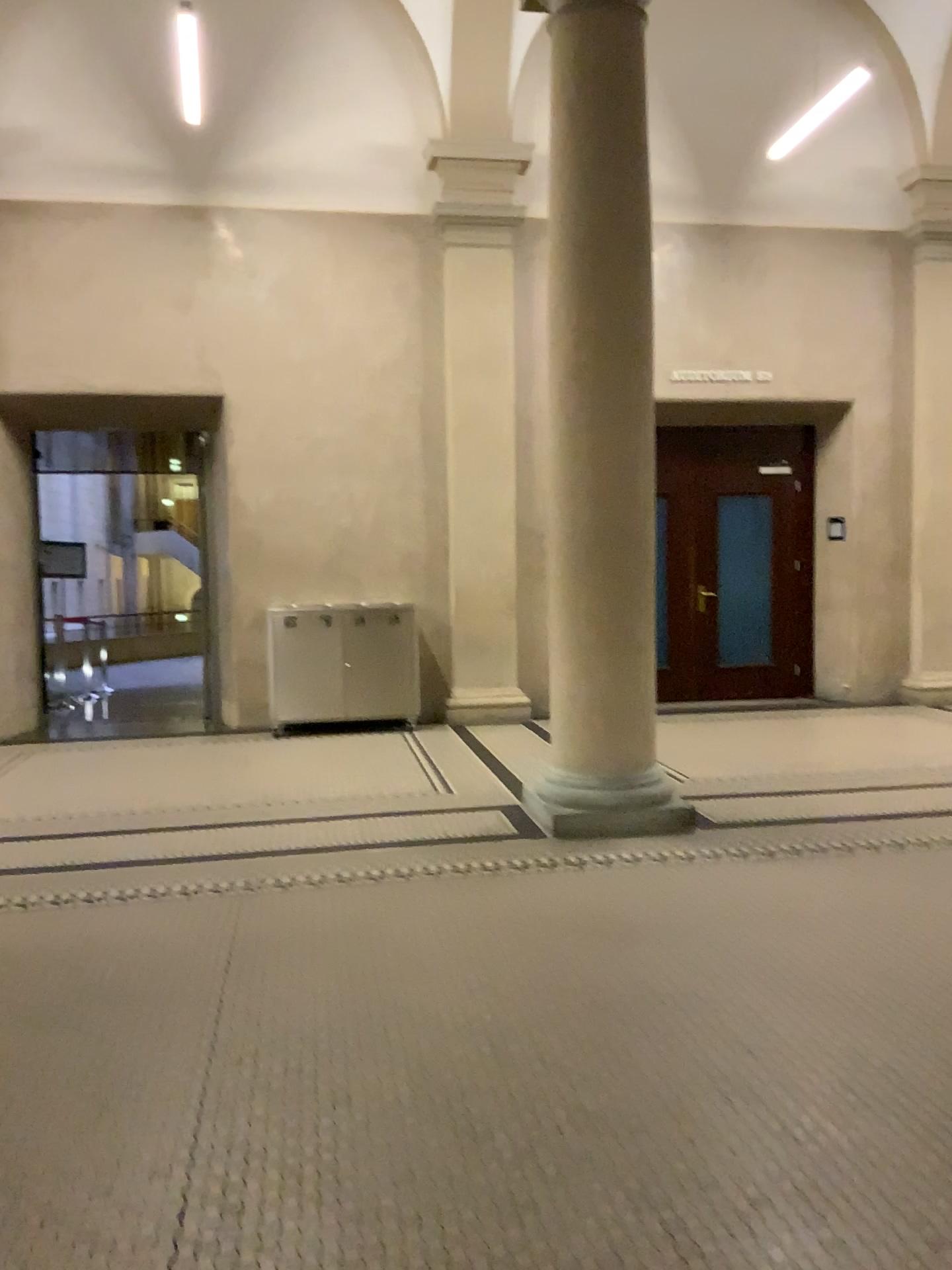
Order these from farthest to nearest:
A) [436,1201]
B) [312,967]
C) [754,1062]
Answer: [312,967]
[754,1062]
[436,1201]
